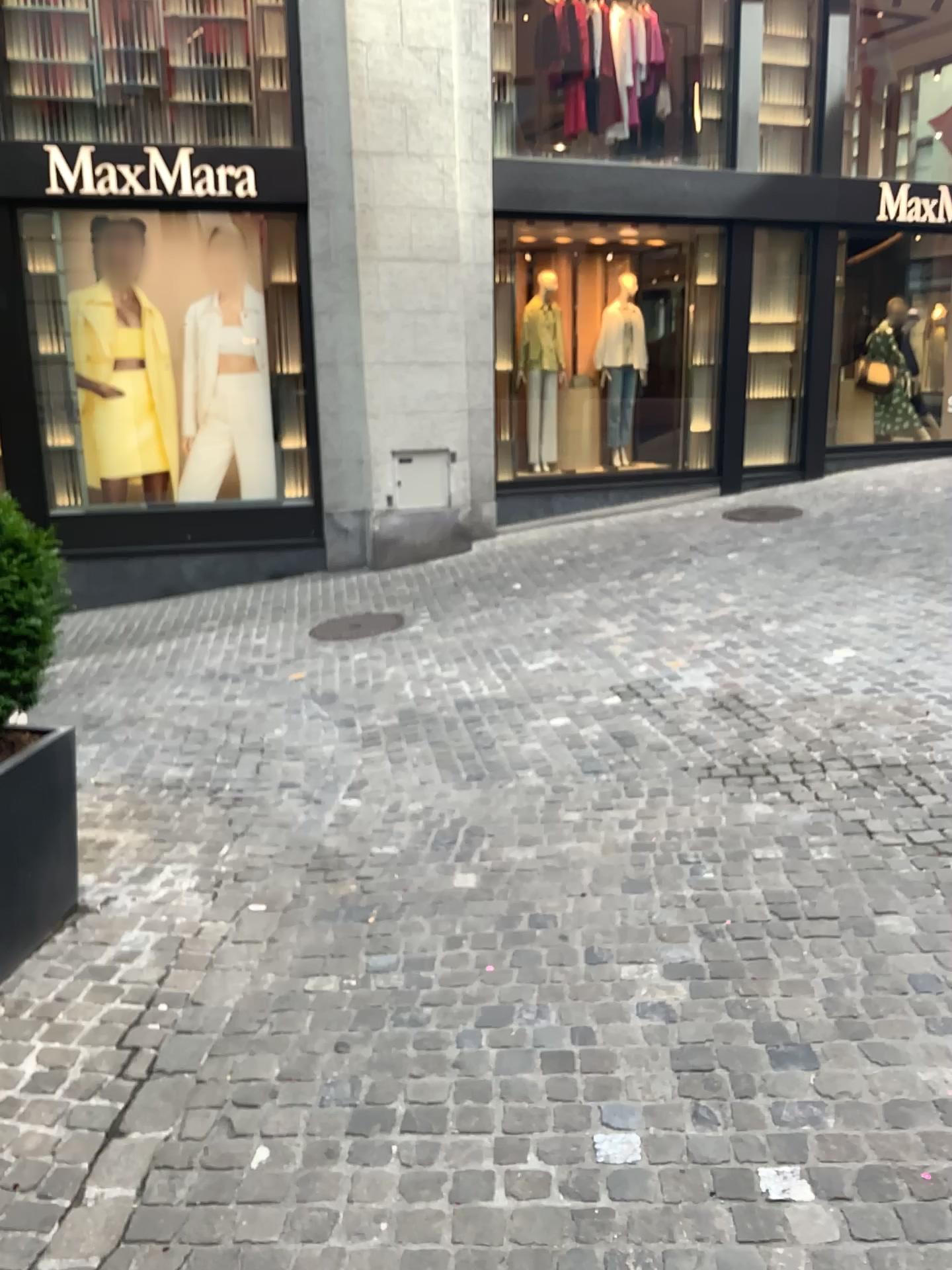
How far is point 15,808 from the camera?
2.94m

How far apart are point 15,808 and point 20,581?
0.6 meters

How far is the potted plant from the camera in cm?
293

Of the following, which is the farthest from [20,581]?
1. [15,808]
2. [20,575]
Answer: [15,808]

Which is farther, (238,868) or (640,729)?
(640,729)

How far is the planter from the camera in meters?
2.9 m
